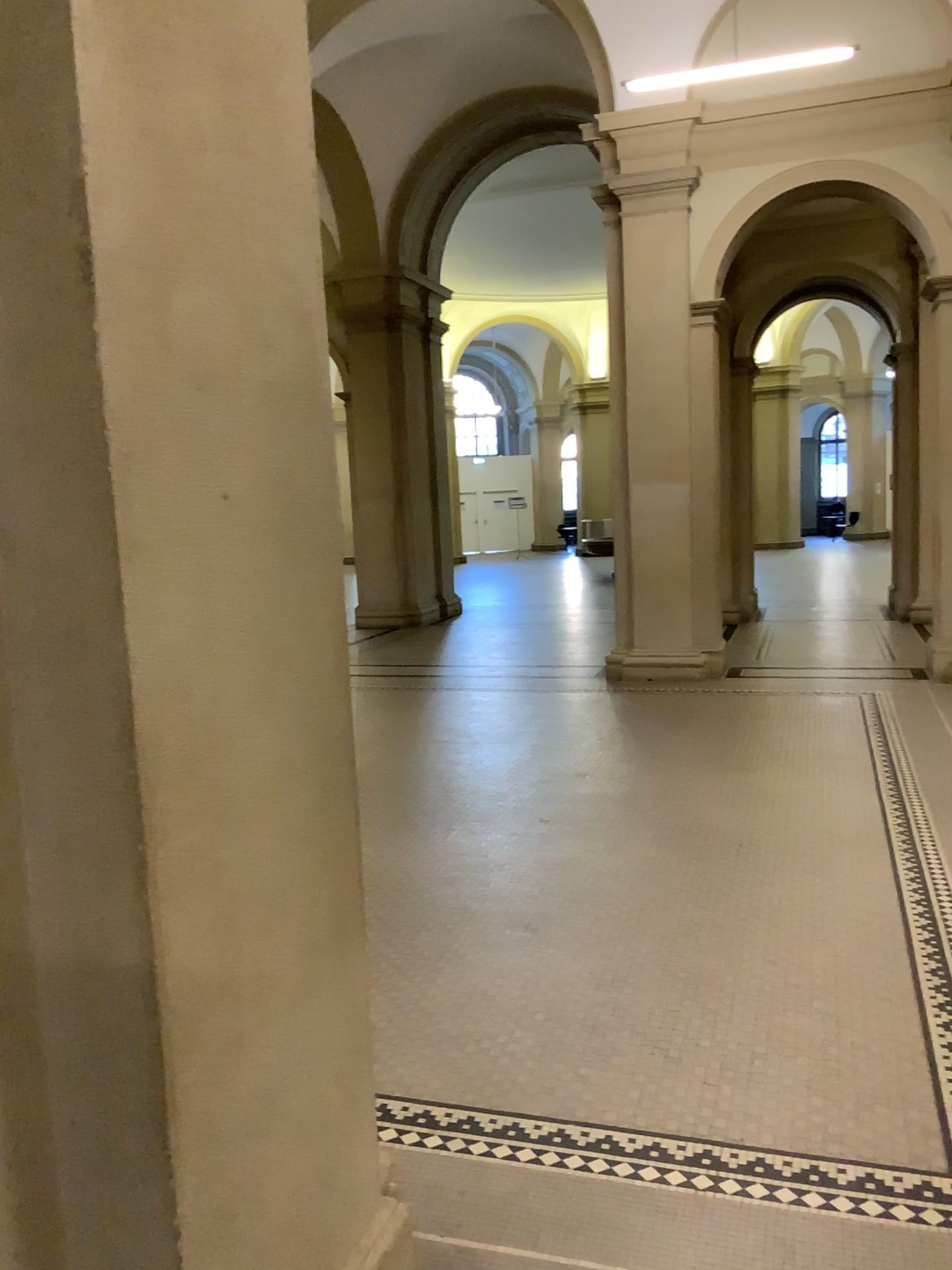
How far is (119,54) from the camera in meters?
1.3 m

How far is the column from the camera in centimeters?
132cm

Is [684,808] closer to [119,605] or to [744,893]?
[744,893]
